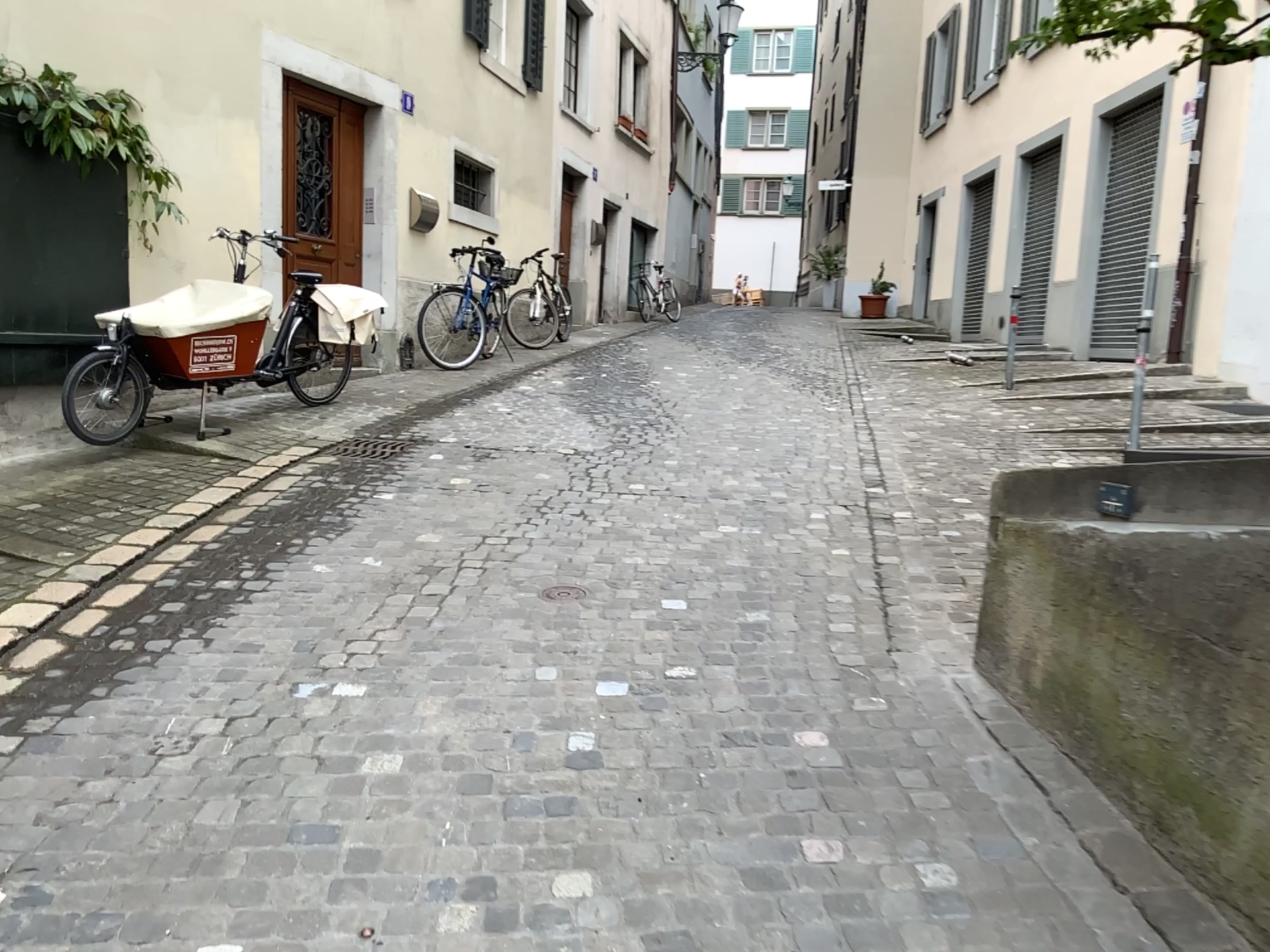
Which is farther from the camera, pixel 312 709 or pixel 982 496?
pixel 982 496
